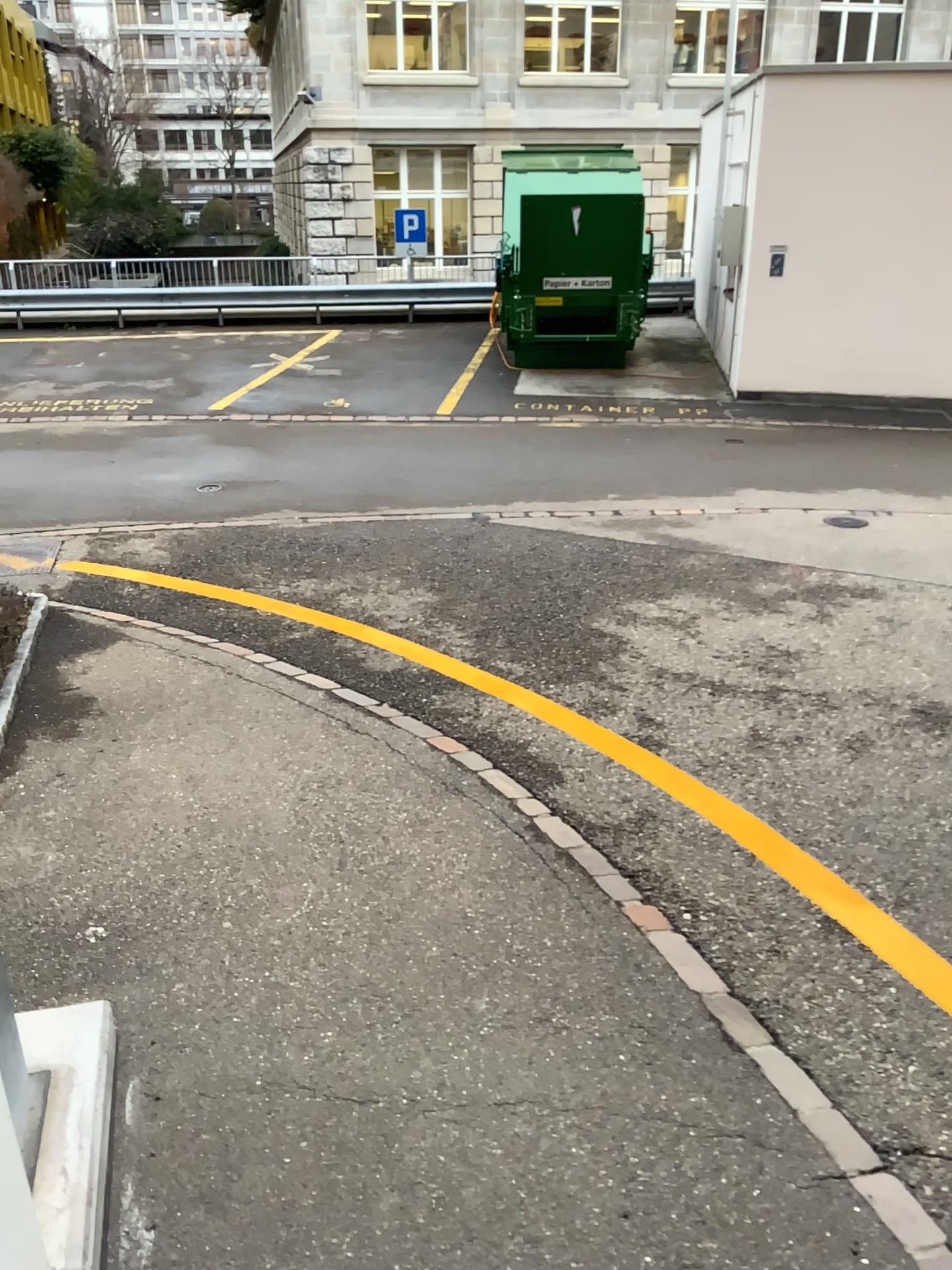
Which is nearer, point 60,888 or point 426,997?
point 426,997
